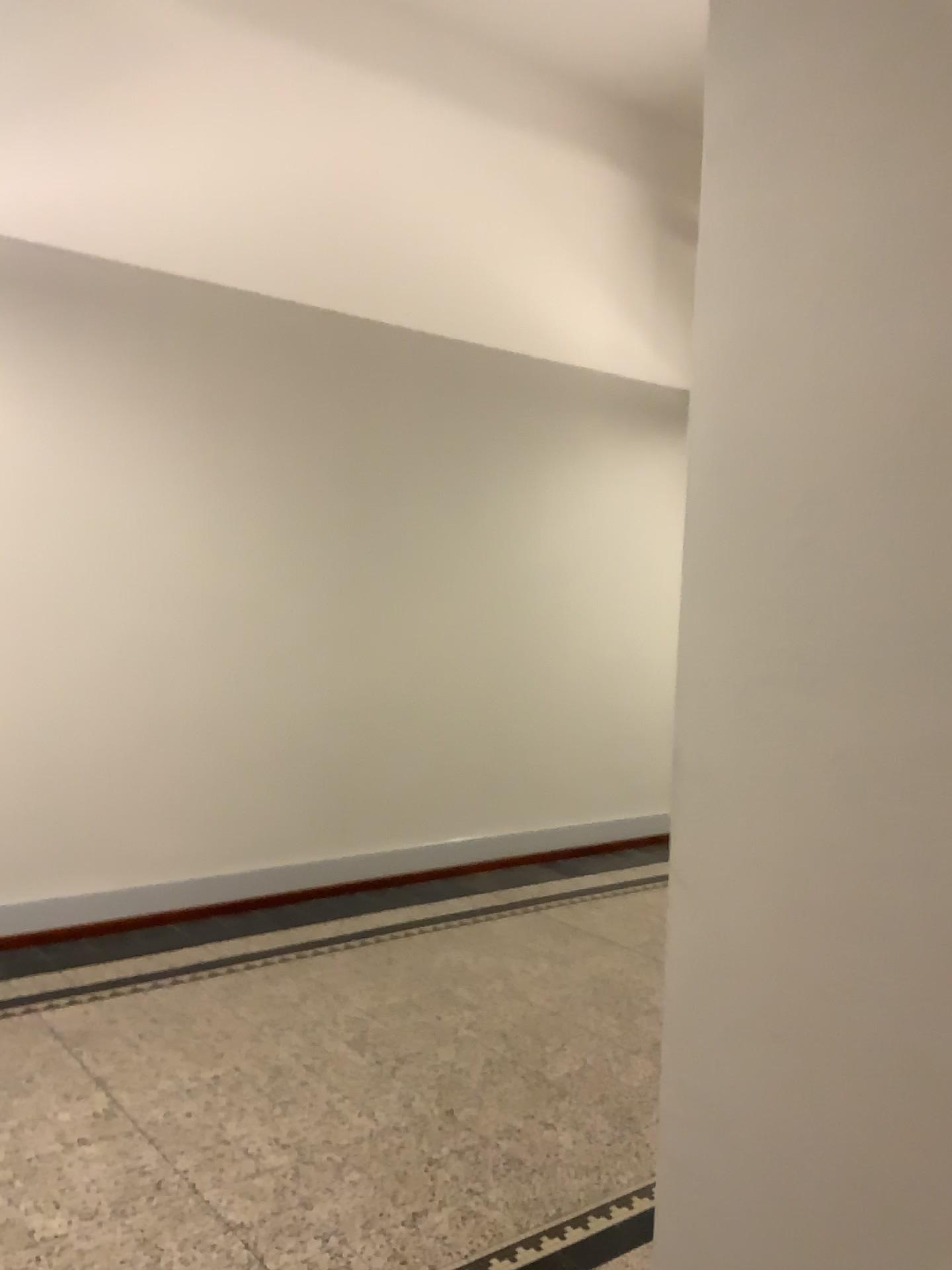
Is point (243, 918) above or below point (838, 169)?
below
